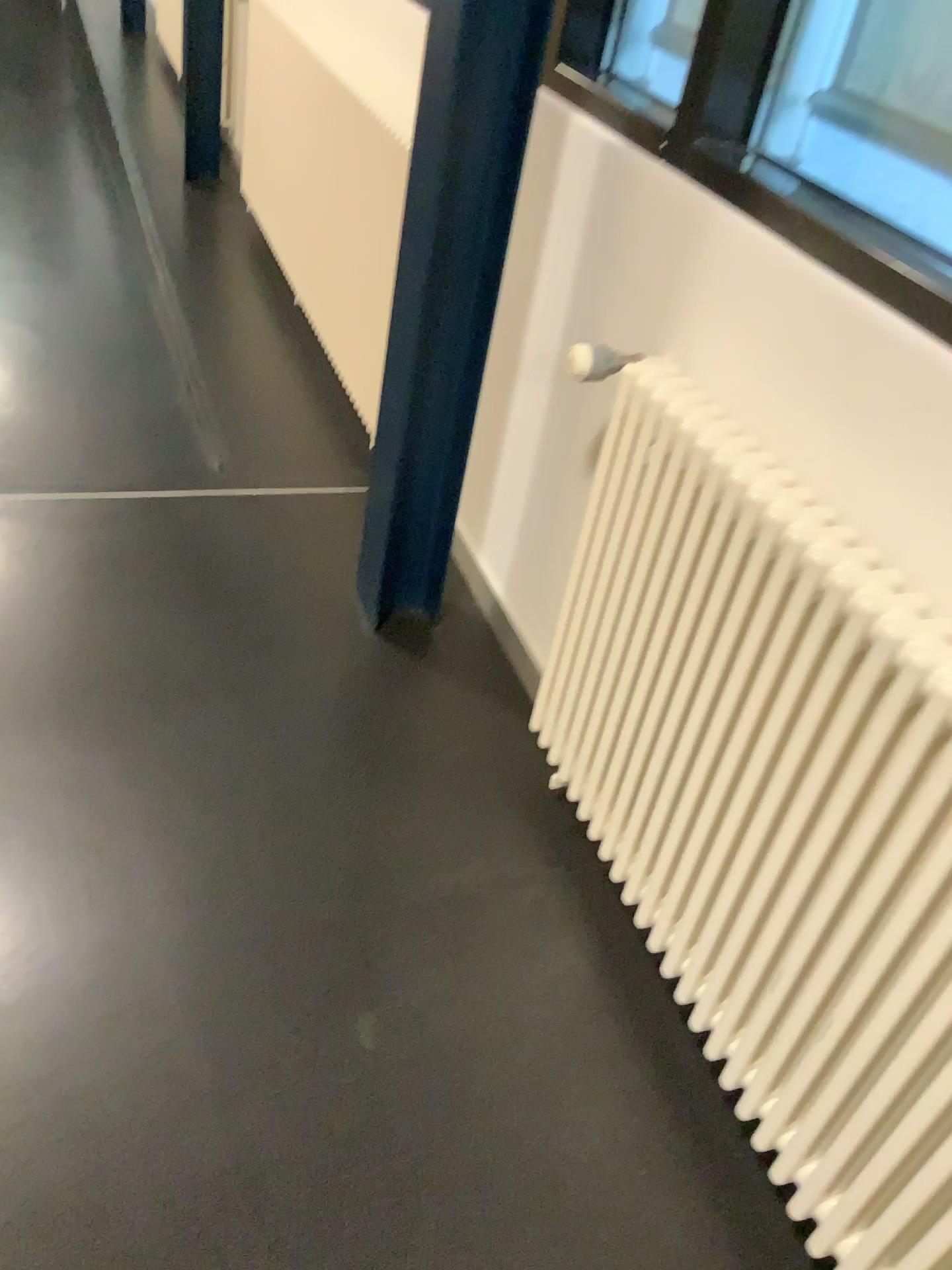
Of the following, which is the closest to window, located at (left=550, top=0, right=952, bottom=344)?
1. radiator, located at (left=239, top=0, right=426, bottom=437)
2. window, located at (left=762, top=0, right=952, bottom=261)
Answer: window, located at (left=762, top=0, right=952, bottom=261)

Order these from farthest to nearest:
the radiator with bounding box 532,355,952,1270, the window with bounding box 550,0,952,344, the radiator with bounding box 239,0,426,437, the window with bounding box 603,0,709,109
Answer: the radiator with bounding box 239,0,426,437 → the window with bounding box 603,0,709,109 → the window with bounding box 550,0,952,344 → the radiator with bounding box 532,355,952,1270

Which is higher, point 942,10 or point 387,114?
point 942,10

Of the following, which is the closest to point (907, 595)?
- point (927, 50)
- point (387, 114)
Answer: point (927, 50)

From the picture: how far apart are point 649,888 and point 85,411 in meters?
2.1 m

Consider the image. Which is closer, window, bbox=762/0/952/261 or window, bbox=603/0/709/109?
window, bbox=762/0/952/261

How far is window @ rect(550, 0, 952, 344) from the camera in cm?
149

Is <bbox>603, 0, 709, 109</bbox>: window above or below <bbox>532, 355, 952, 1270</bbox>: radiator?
above

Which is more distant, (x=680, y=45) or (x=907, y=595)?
(x=680, y=45)

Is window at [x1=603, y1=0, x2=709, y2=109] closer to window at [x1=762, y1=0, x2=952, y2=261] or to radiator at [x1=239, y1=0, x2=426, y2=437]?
window at [x1=762, y1=0, x2=952, y2=261]
